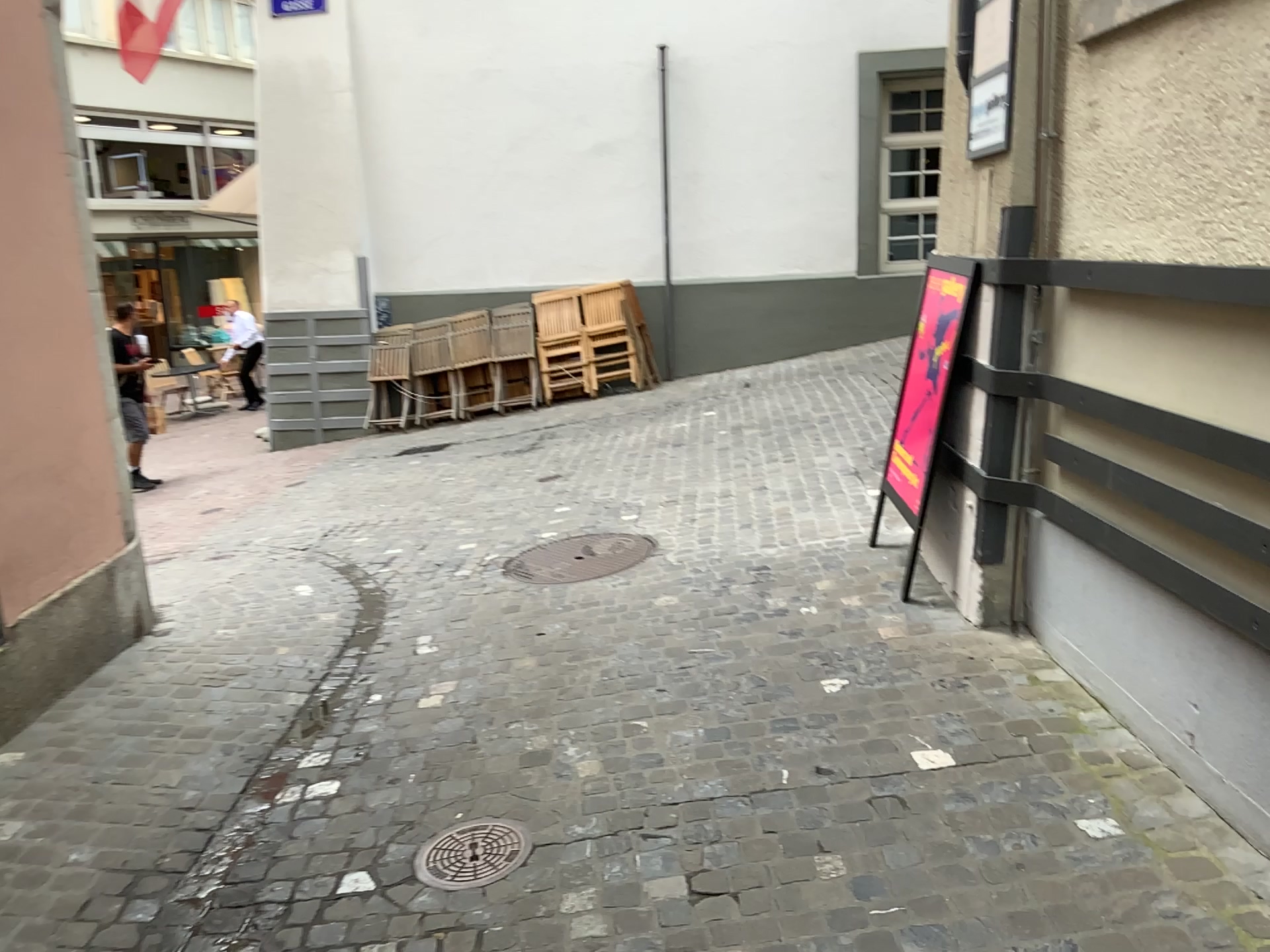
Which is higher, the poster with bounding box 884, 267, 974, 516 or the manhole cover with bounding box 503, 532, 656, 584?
the poster with bounding box 884, 267, 974, 516

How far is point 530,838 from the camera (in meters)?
2.68

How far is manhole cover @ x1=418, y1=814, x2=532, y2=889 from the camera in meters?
2.6

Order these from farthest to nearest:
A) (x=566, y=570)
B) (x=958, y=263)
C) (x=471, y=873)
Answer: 1. (x=566, y=570)
2. (x=958, y=263)
3. (x=471, y=873)

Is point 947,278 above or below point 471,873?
above

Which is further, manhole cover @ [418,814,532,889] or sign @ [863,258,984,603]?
sign @ [863,258,984,603]

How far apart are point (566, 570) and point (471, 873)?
2.1 meters

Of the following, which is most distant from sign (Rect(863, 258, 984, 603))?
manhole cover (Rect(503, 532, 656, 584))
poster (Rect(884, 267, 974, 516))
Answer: manhole cover (Rect(503, 532, 656, 584))

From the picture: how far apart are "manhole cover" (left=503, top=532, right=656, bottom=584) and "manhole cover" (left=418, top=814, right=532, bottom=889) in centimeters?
184cm

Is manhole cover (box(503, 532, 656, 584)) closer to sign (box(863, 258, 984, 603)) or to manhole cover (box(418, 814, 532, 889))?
sign (box(863, 258, 984, 603))
